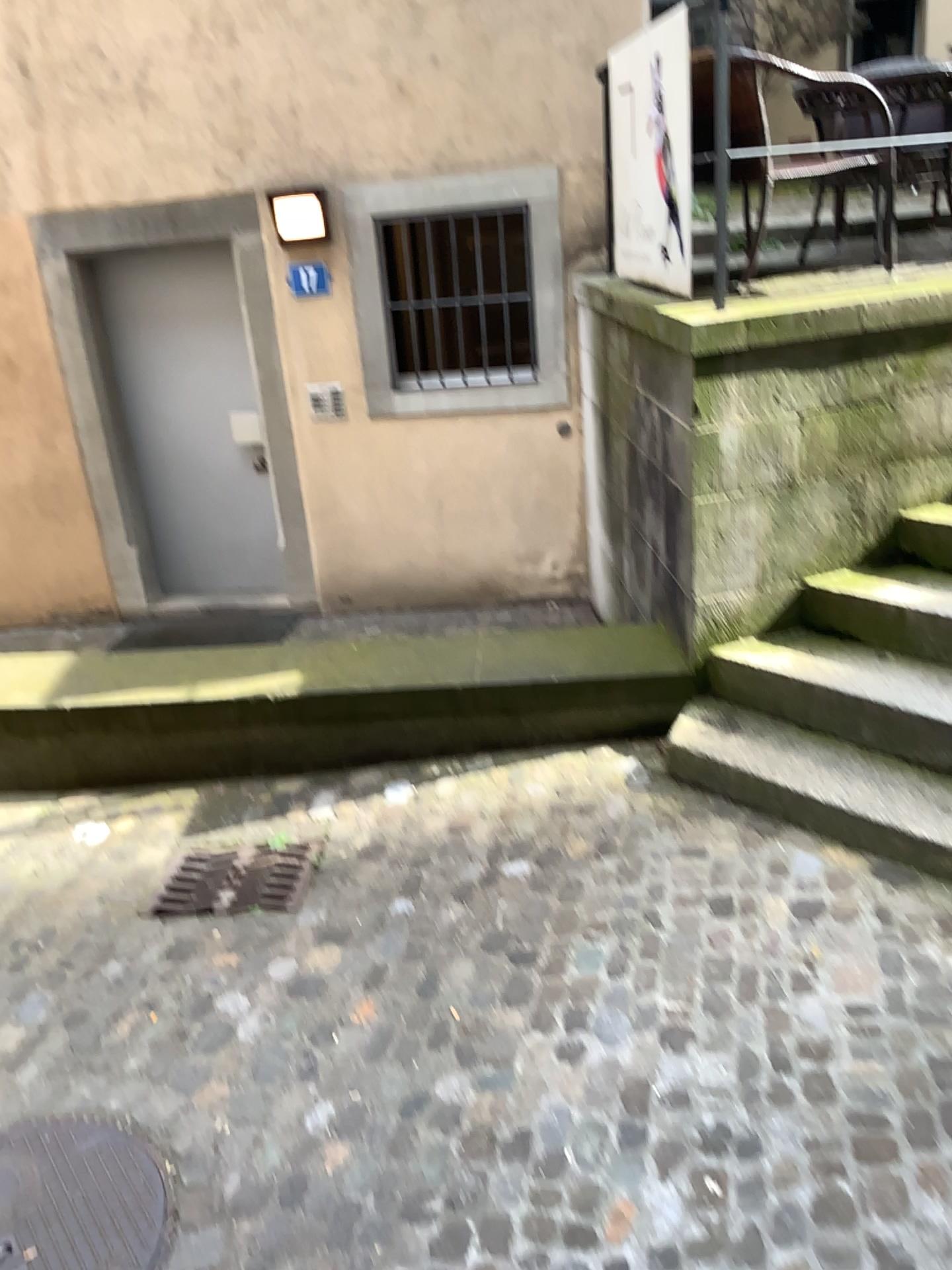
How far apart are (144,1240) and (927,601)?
2.8 meters

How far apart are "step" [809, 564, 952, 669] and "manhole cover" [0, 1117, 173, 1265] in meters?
2.7 m

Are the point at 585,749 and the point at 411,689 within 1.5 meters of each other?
yes

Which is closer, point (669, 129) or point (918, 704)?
point (918, 704)

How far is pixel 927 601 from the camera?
3.4m

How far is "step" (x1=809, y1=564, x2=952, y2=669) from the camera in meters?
3.4 m

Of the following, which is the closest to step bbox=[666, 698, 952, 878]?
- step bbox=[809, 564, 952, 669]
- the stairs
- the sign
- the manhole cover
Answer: the stairs

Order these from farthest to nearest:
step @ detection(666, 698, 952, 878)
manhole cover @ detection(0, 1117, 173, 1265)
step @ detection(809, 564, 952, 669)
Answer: step @ detection(809, 564, 952, 669), step @ detection(666, 698, 952, 878), manhole cover @ detection(0, 1117, 173, 1265)

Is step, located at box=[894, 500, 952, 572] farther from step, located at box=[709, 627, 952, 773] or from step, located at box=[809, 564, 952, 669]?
step, located at box=[709, 627, 952, 773]

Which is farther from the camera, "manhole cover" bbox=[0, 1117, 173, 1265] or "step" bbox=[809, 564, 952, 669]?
"step" bbox=[809, 564, 952, 669]
